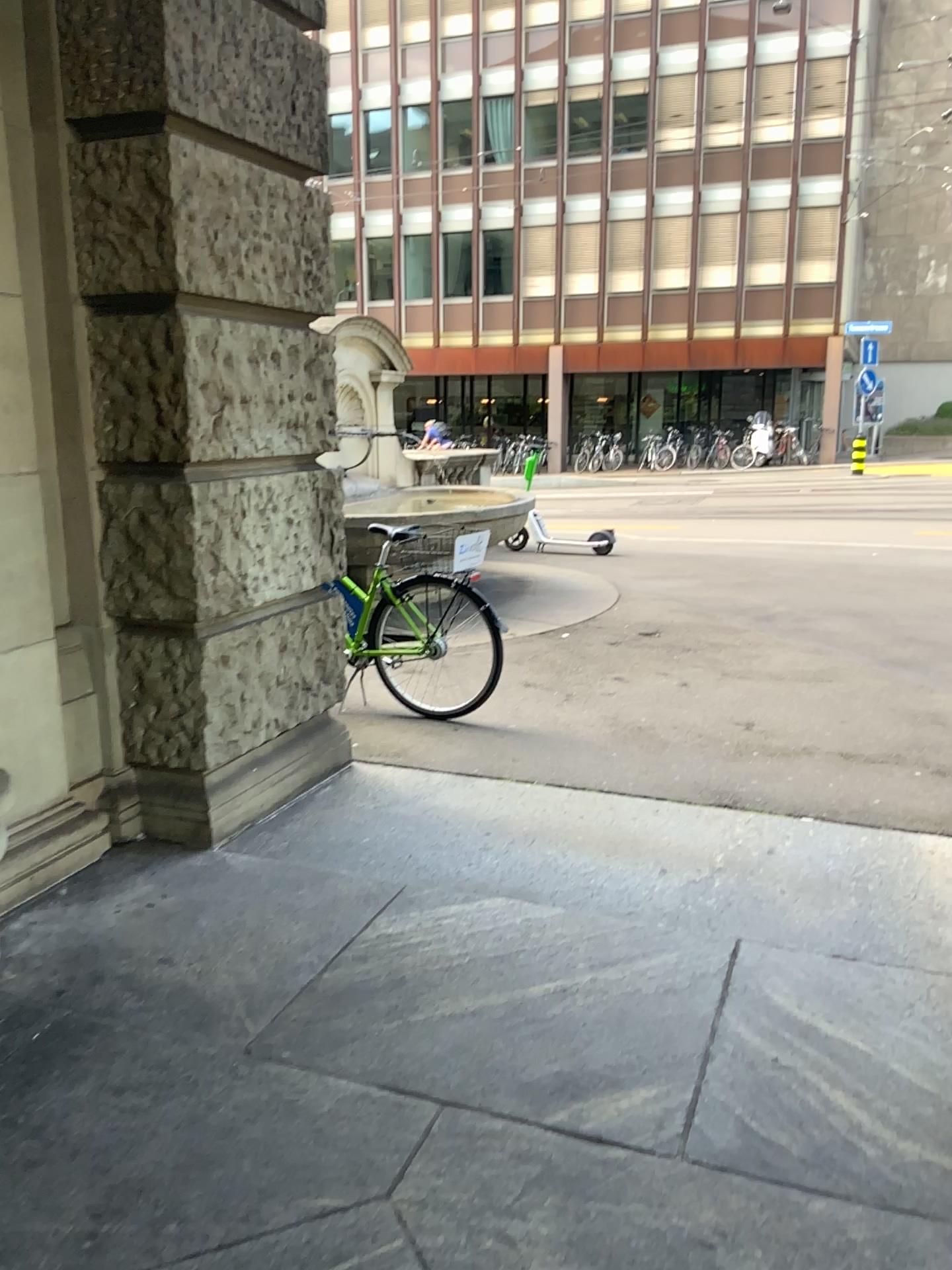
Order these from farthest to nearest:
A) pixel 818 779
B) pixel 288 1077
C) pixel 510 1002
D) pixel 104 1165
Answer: pixel 818 779 → pixel 510 1002 → pixel 288 1077 → pixel 104 1165
